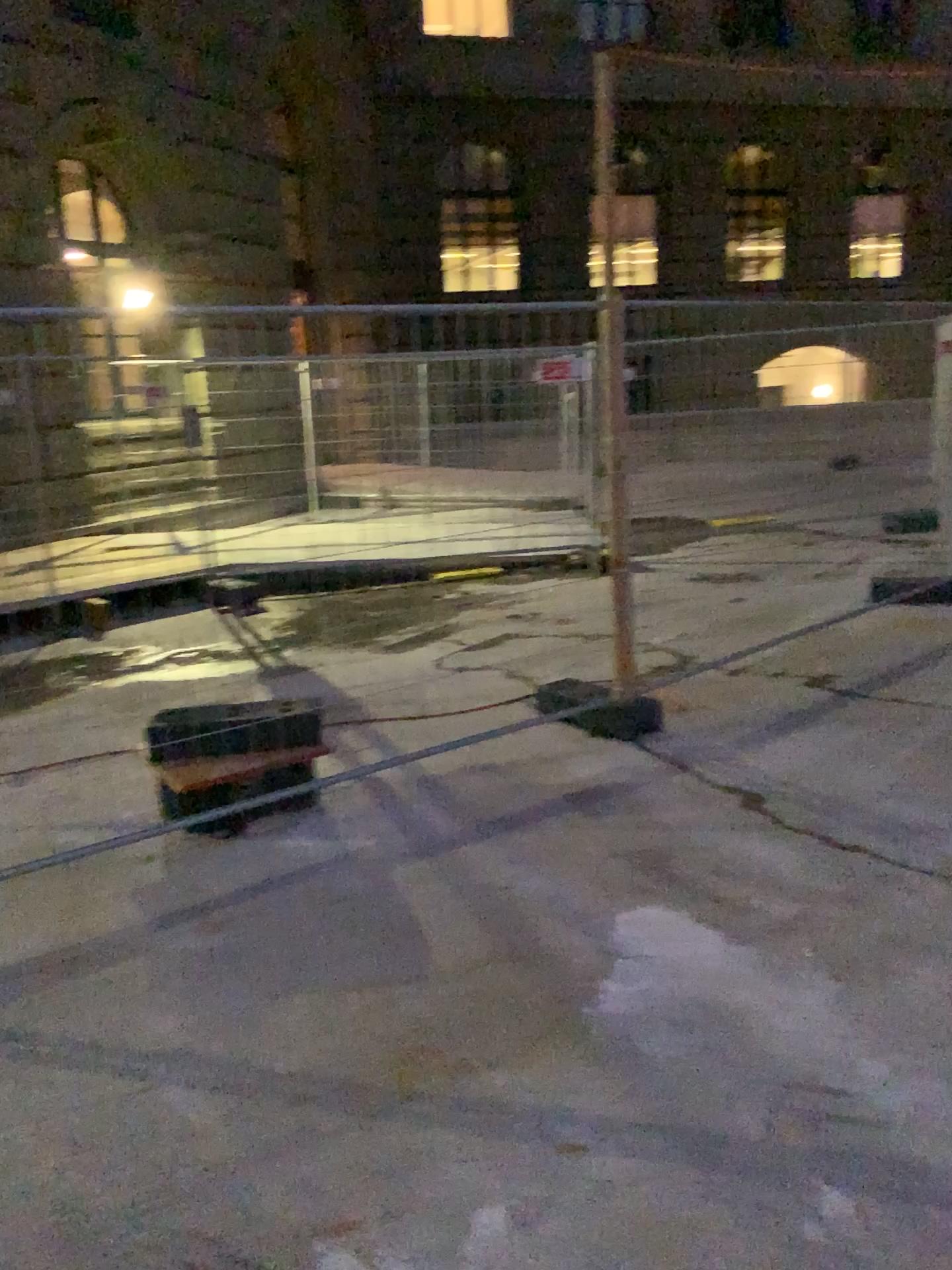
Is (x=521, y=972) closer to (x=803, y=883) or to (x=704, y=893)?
(x=704, y=893)
